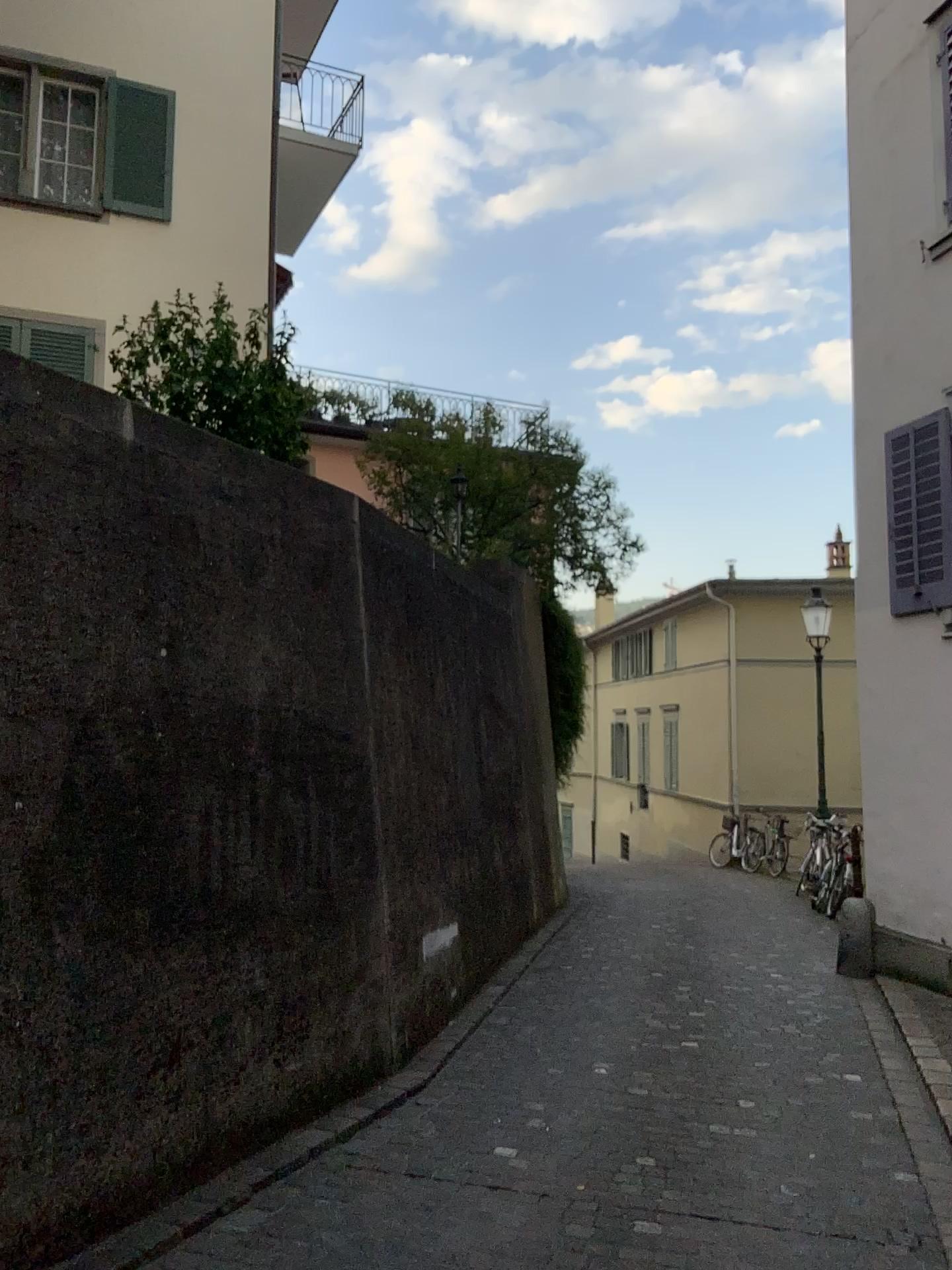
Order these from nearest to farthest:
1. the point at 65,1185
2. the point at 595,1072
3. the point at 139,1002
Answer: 1. the point at 65,1185
2. the point at 139,1002
3. the point at 595,1072
